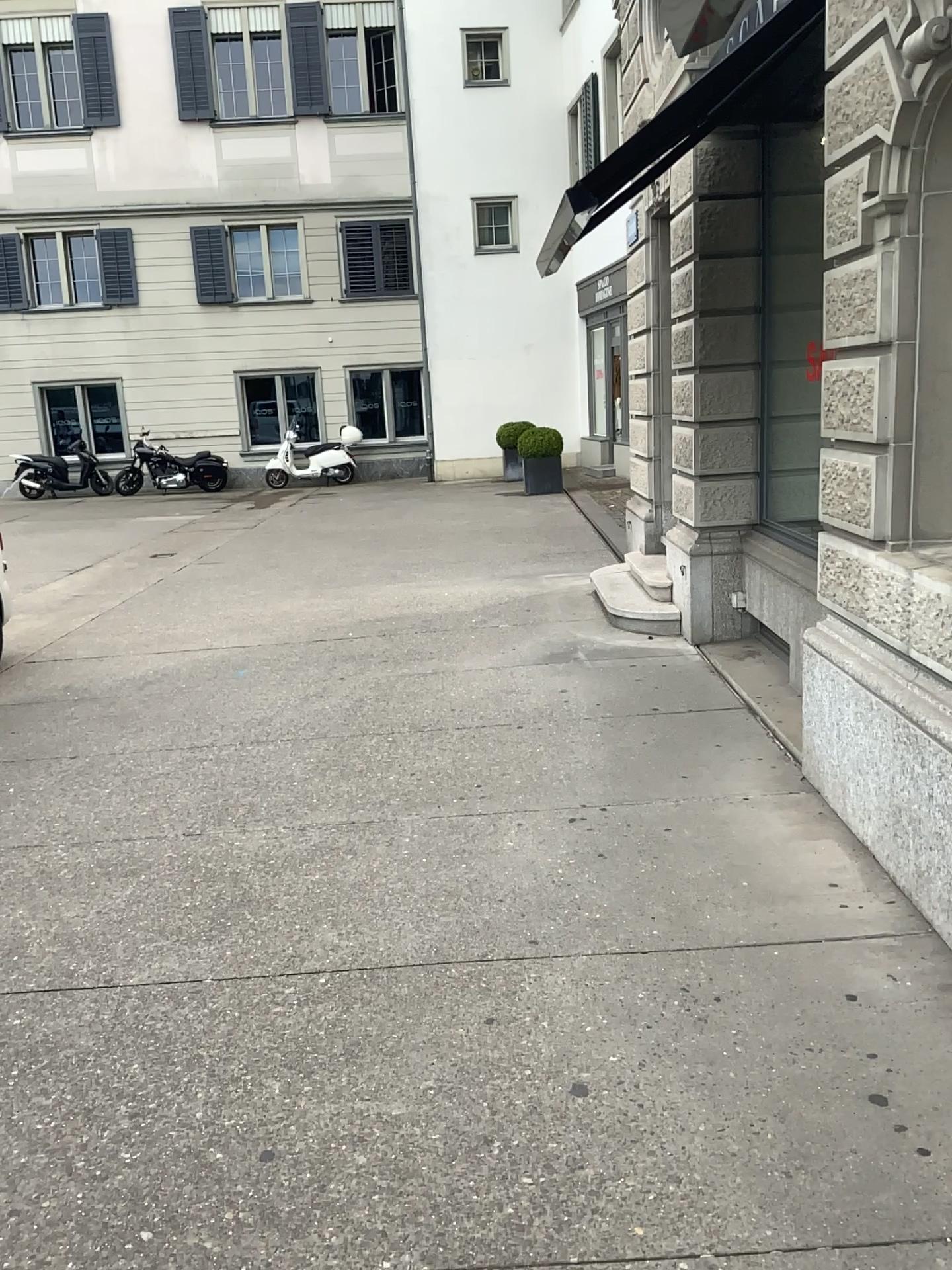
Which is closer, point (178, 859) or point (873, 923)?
point (873, 923)
